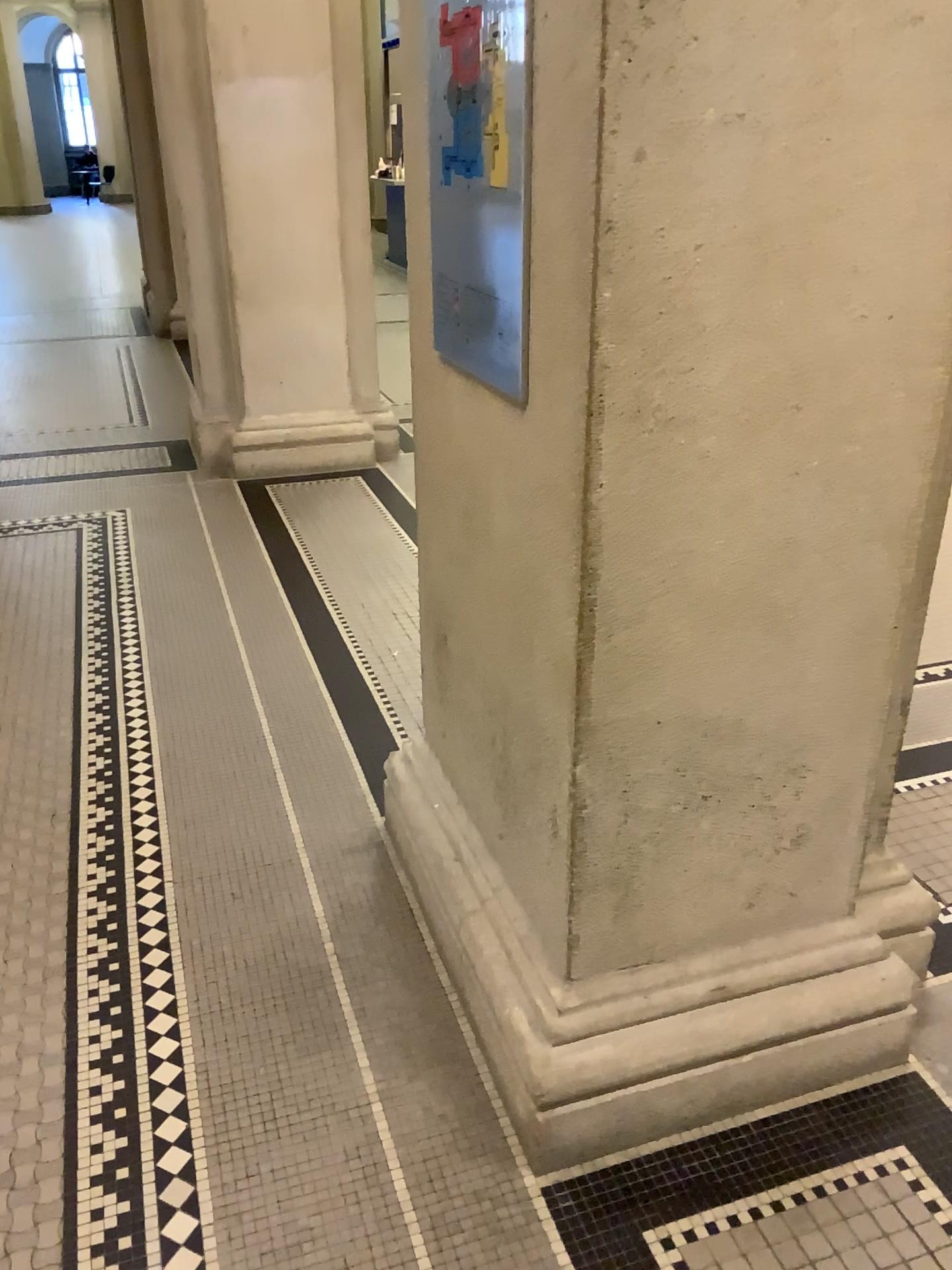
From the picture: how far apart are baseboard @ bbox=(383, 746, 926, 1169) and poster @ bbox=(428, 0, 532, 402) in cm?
91

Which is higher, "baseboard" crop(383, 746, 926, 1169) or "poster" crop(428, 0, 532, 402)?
"poster" crop(428, 0, 532, 402)

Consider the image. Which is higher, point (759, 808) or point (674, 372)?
point (674, 372)

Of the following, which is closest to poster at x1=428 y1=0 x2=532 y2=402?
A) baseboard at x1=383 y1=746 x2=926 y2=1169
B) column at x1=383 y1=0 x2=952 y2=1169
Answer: column at x1=383 y1=0 x2=952 y2=1169

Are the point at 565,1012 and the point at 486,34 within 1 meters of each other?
no

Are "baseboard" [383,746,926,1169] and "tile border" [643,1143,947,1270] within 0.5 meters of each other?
yes

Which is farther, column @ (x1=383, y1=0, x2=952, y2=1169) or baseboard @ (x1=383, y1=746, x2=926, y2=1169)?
baseboard @ (x1=383, y1=746, x2=926, y2=1169)

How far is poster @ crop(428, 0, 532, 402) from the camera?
1.4m

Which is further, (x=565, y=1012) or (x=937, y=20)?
(x=565, y=1012)

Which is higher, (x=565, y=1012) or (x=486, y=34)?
(x=486, y=34)
